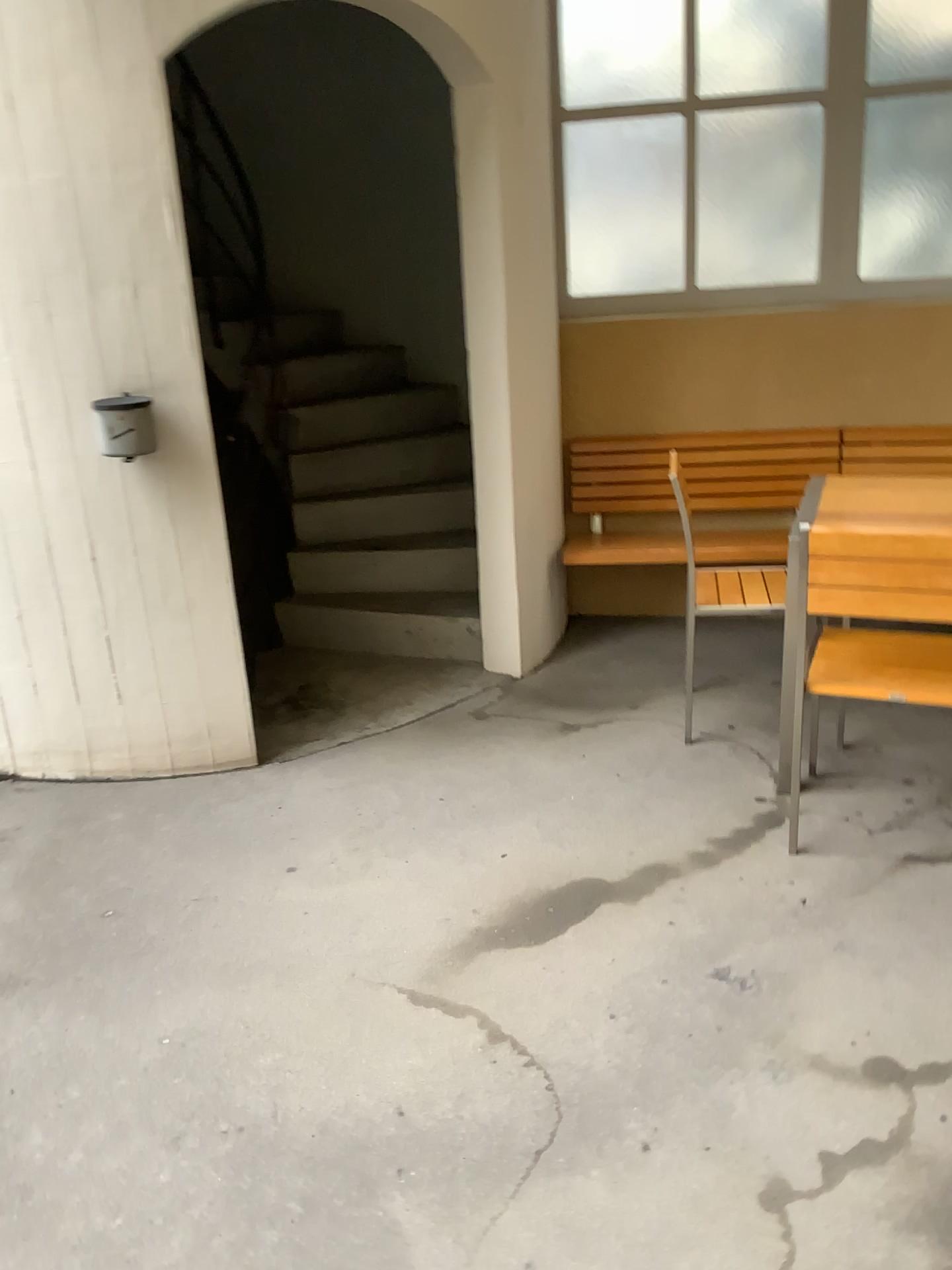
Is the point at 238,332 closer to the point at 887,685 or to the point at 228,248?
the point at 228,248

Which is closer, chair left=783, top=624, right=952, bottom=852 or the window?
chair left=783, top=624, right=952, bottom=852

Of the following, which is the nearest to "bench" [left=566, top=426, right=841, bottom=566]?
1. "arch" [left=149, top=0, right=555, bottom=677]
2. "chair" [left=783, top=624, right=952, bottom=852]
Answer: "arch" [left=149, top=0, right=555, bottom=677]

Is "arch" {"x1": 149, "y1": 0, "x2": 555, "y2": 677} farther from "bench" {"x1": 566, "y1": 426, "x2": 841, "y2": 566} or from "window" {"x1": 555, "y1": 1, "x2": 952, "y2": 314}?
"window" {"x1": 555, "y1": 1, "x2": 952, "y2": 314}

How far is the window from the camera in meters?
3.9

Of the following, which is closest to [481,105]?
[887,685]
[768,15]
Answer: [768,15]

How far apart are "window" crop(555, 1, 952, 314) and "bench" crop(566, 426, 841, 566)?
0.5 meters

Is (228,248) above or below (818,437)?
above

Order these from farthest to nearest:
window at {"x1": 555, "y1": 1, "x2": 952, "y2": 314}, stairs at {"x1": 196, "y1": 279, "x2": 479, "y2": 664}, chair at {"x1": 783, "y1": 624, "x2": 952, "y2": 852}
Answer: stairs at {"x1": 196, "y1": 279, "x2": 479, "y2": 664}
window at {"x1": 555, "y1": 1, "x2": 952, "y2": 314}
chair at {"x1": 783, "y1": 624, "x2": 952, "y2": 852}

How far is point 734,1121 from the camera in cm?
181
